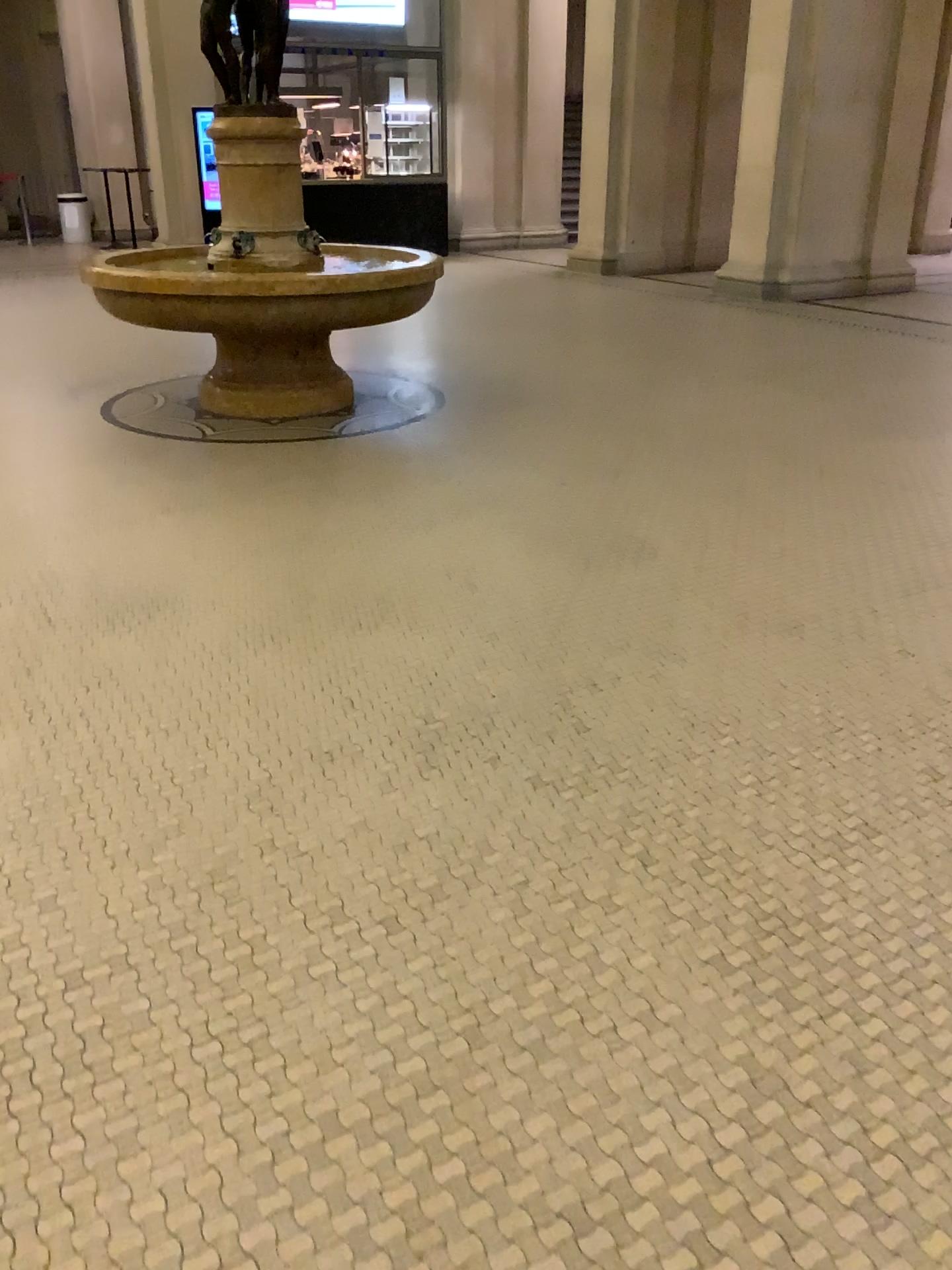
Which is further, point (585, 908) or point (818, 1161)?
point (585, 908)
